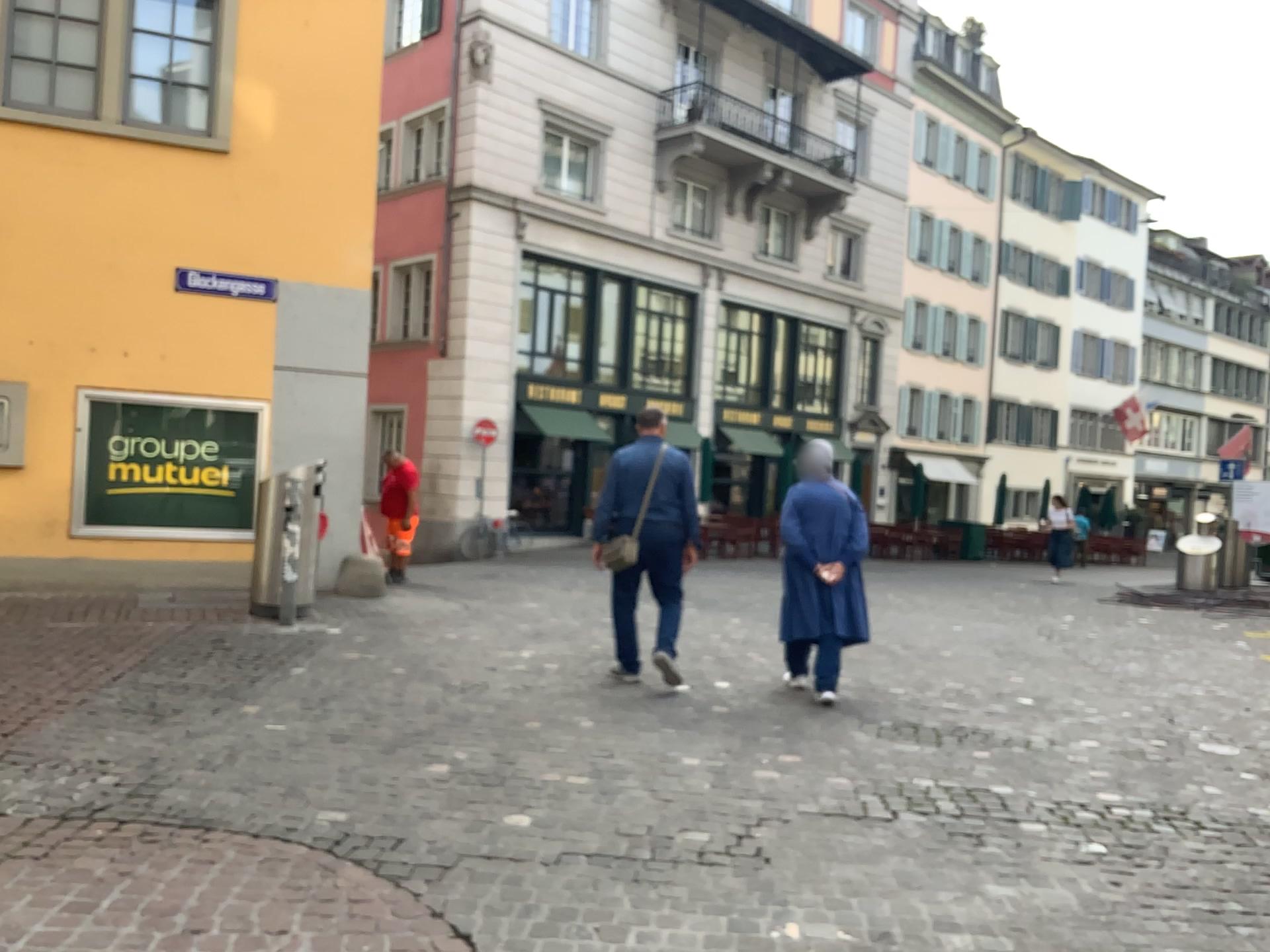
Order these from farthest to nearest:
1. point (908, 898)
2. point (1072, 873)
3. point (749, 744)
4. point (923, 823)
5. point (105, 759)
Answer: point (749, 744), point (105, 759), point (923, 823), point (1072, 873), point (908, 898)
